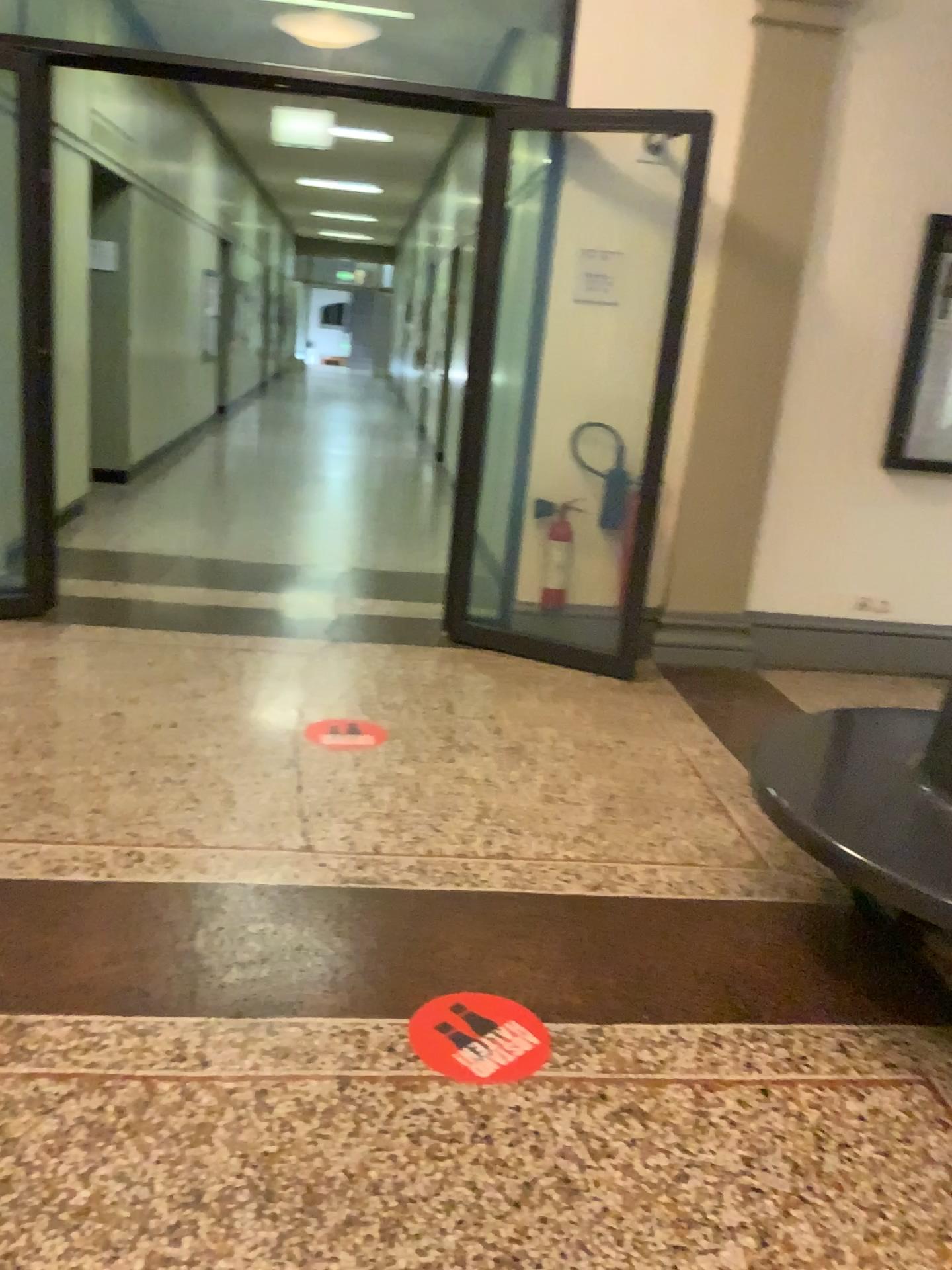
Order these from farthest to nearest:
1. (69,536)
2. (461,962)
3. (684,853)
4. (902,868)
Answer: (69,536) → (684,853) → (461,962) → (902,868)

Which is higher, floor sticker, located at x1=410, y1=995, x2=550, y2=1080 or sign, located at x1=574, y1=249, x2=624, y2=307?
sign, located at x1=574, y1=249, x2=624, y2=307

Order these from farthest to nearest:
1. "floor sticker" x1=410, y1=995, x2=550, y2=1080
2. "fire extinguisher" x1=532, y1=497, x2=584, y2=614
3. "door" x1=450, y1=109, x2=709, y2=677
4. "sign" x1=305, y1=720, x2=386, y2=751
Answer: "fire extinguisher" x1=532, y1=497, x2=584, y2=614
"door" x1=450, y1=109, x2=709, y2=677
"sign" x1=305, y1=720, x2=386, y2=751
"floor sticker" x1=410, y1=995, x2=550, y2=1080

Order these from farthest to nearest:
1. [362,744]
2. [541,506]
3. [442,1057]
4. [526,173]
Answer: [541,506], [526,173], [362,744], [442,1057]

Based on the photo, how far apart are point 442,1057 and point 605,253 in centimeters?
360cm

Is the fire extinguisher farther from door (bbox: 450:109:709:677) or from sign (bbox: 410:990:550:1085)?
sign (bbox: 410:990:550:1085)

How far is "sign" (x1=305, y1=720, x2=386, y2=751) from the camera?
3.7 meters

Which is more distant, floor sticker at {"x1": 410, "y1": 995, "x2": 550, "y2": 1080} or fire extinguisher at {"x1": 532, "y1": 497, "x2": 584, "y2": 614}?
fire extinguisher at {"x1": 532, "y1": 497, "x2": 584, "y2": 614}

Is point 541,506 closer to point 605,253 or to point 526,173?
point 605,253

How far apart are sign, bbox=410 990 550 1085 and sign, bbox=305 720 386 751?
1.44m
